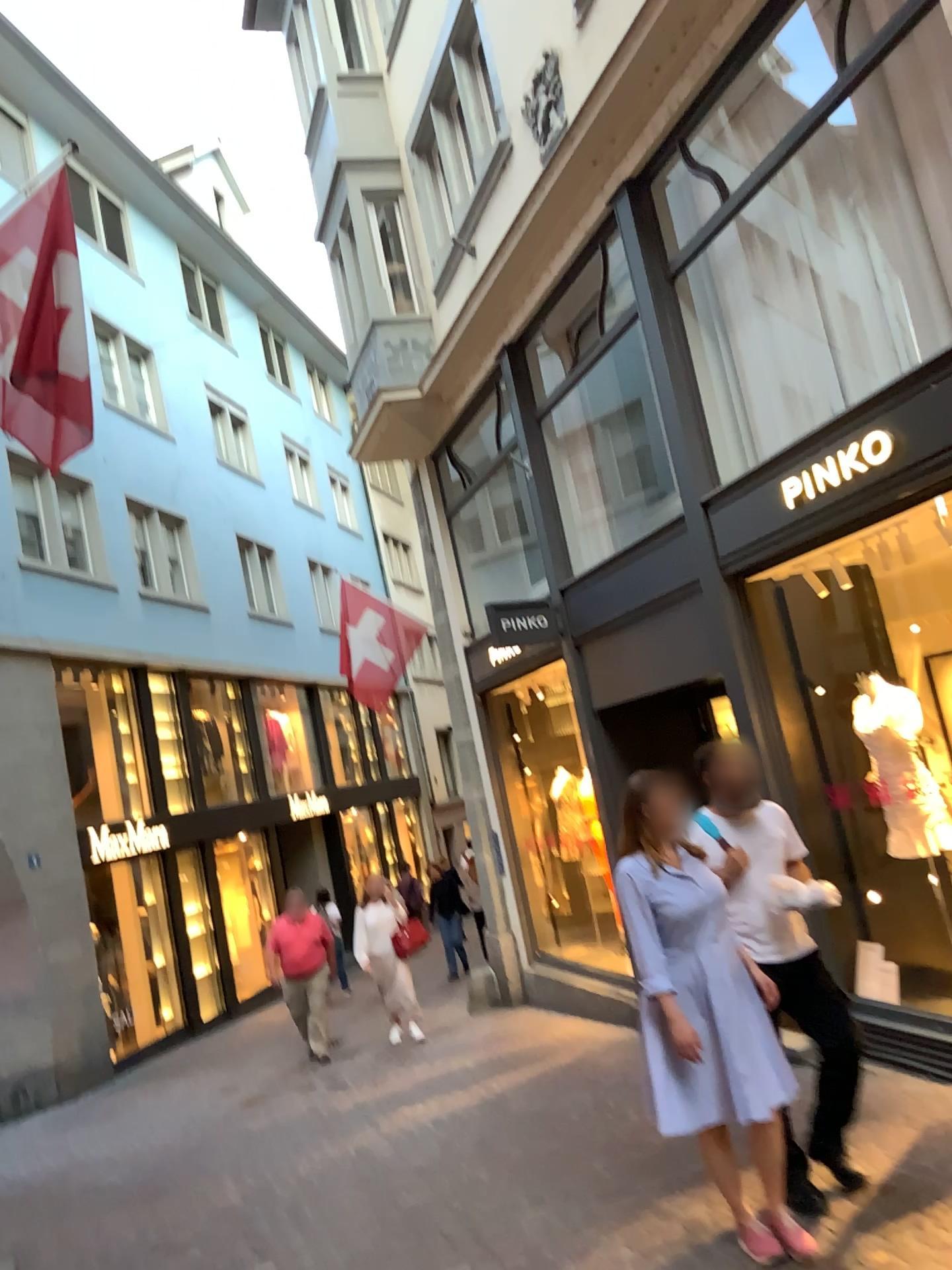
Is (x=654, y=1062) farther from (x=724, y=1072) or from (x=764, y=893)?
(x=764, y=893)

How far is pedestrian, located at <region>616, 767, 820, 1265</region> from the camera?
3.7 meters

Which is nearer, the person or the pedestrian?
the pedestrian

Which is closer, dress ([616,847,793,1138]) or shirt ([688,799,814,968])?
dress ([616,847,793,1138])

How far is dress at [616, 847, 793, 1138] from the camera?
3.7 meters

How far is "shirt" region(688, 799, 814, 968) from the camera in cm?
405

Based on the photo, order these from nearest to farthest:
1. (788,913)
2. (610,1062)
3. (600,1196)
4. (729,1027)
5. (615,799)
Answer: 1. (729,1027)
2. (788,913)
3. (600,1196)
4. (610,1062)
5. (615,799)

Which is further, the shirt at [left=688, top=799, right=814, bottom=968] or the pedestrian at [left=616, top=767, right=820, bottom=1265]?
the shirt at [left=688, top=799, right=814, bottom=968]

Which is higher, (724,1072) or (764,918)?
(764,918)

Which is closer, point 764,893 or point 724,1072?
point 724,1072
